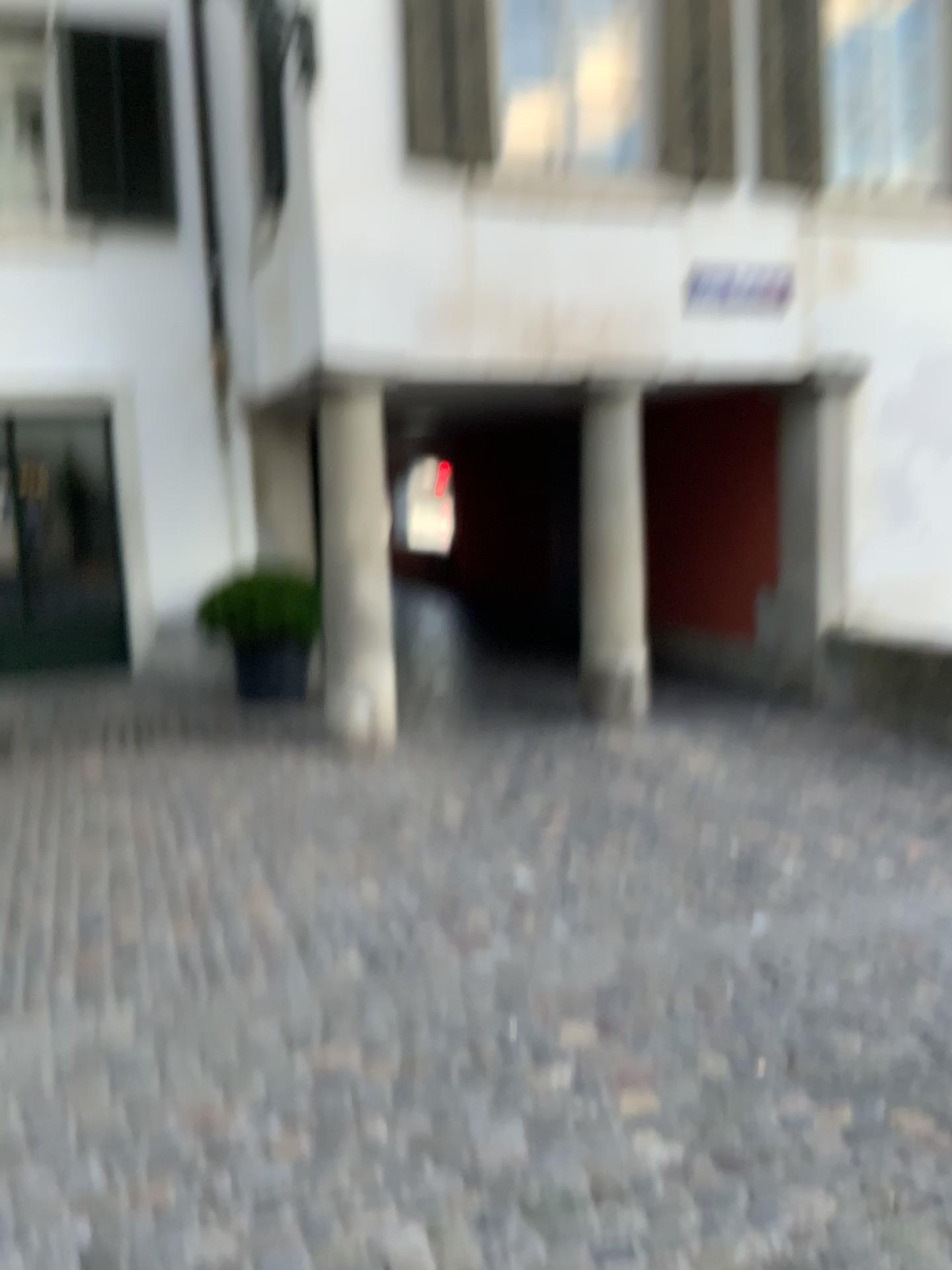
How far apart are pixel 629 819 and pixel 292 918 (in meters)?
1.63
